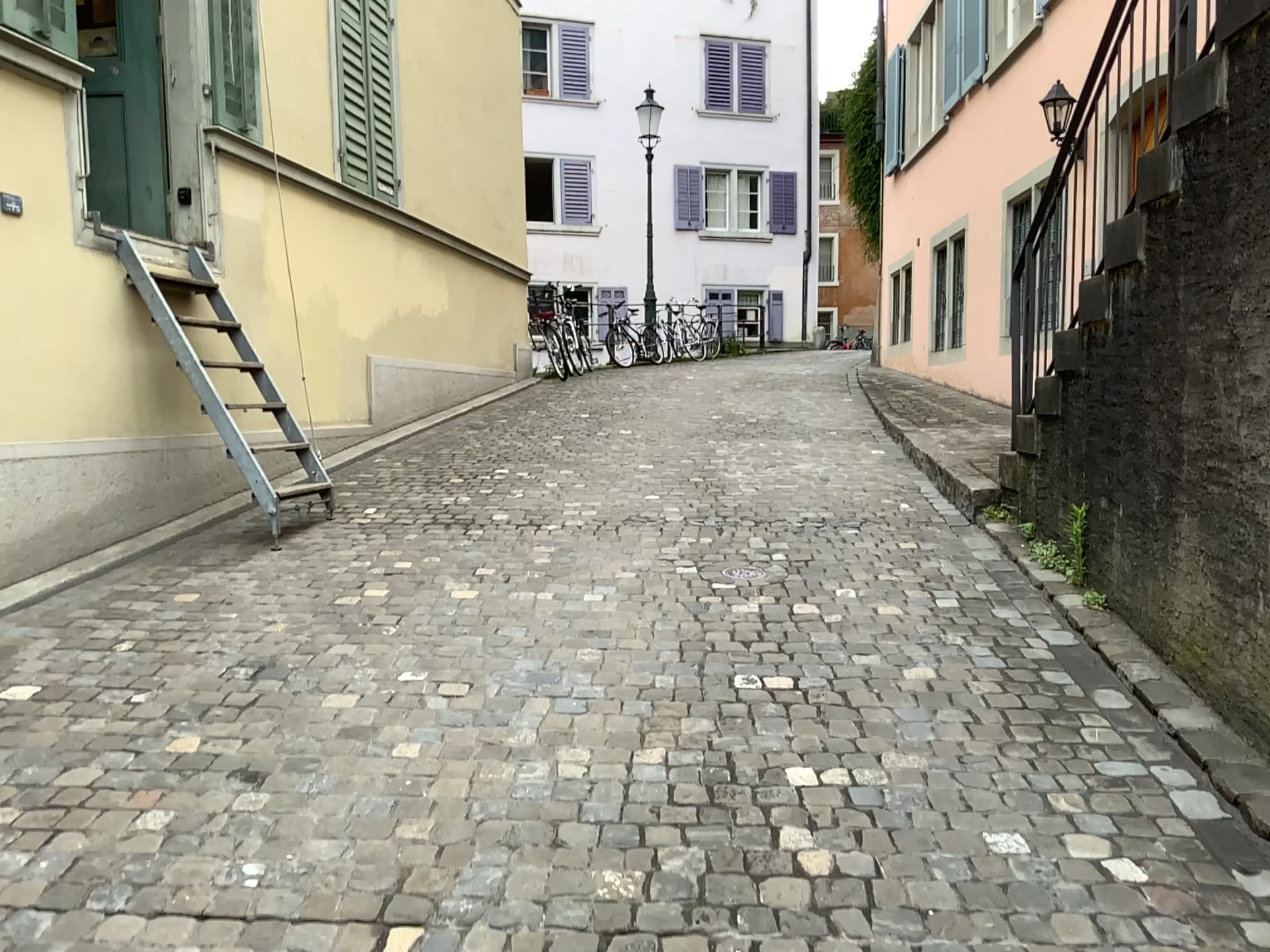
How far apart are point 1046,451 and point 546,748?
2.7m
